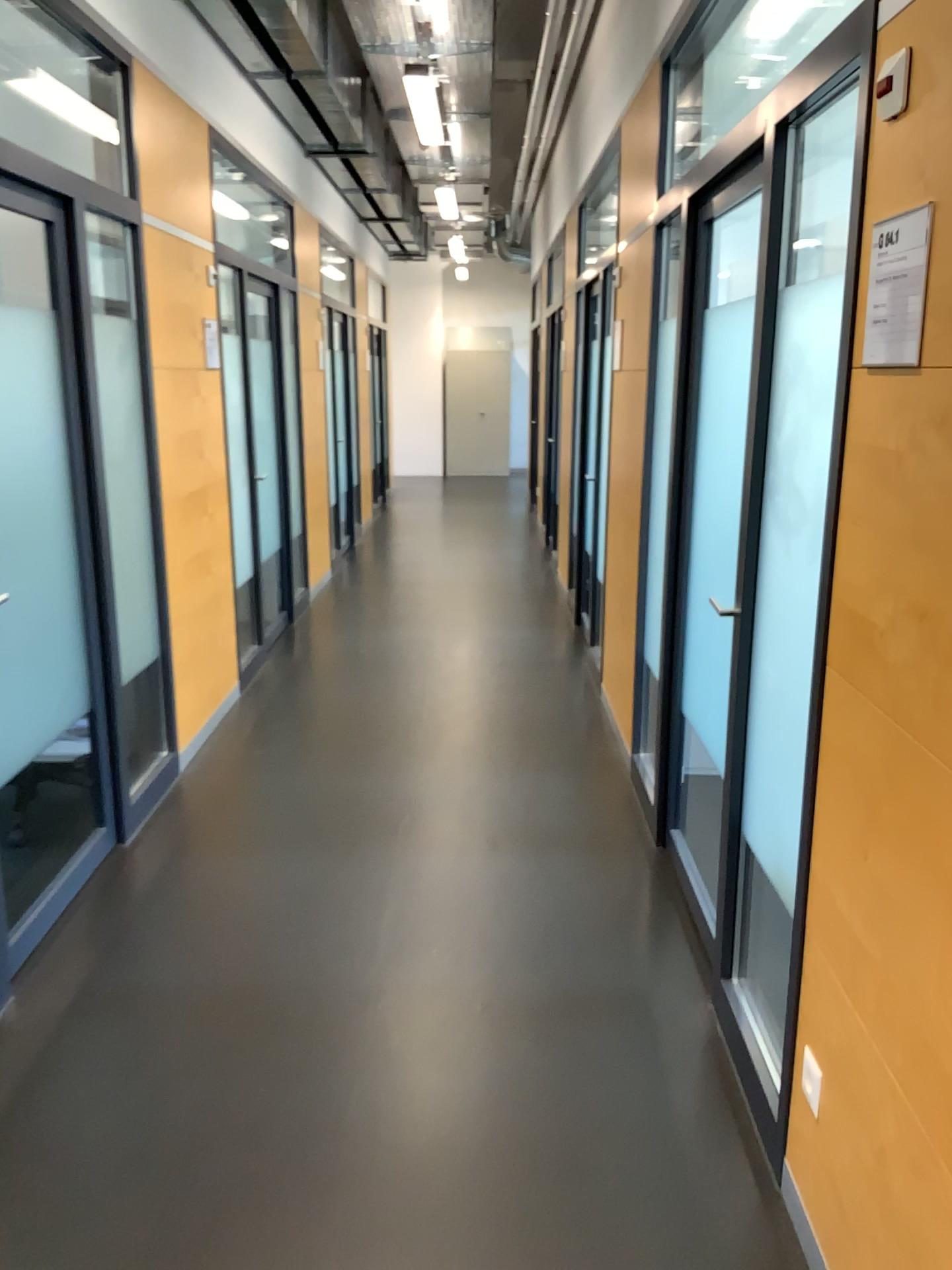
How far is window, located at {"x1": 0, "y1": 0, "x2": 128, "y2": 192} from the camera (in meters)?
3.94

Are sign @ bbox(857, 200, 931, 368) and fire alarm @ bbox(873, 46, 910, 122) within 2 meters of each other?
yes

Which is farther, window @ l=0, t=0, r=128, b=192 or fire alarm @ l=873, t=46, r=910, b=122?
window @ l=0, t=0, r=128, b=192

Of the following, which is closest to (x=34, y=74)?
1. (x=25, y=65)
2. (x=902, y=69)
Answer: (x=25, y=65)

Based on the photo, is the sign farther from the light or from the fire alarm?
the light

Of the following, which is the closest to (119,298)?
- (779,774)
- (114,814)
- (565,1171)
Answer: (114,814)

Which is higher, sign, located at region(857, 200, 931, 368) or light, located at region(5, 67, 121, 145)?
light, located at region(5, 67, 121, 145)

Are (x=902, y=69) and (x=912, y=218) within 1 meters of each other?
yes

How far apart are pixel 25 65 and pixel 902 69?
3.59m

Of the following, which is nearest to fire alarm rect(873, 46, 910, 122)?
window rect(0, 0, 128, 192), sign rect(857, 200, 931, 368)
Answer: sign rect(857, 200, 931, 368)
